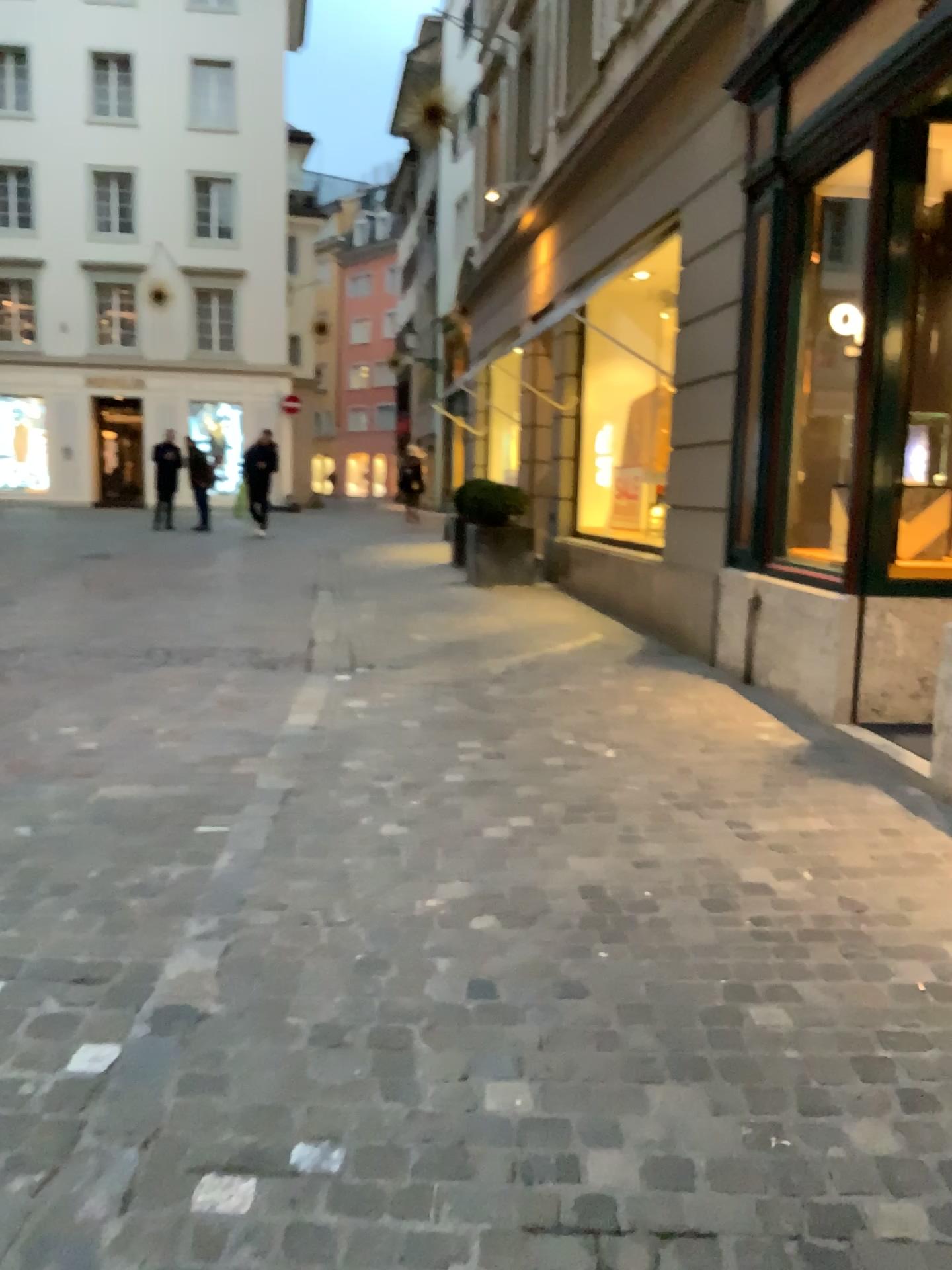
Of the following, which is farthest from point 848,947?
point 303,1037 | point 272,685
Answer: point 272,685
